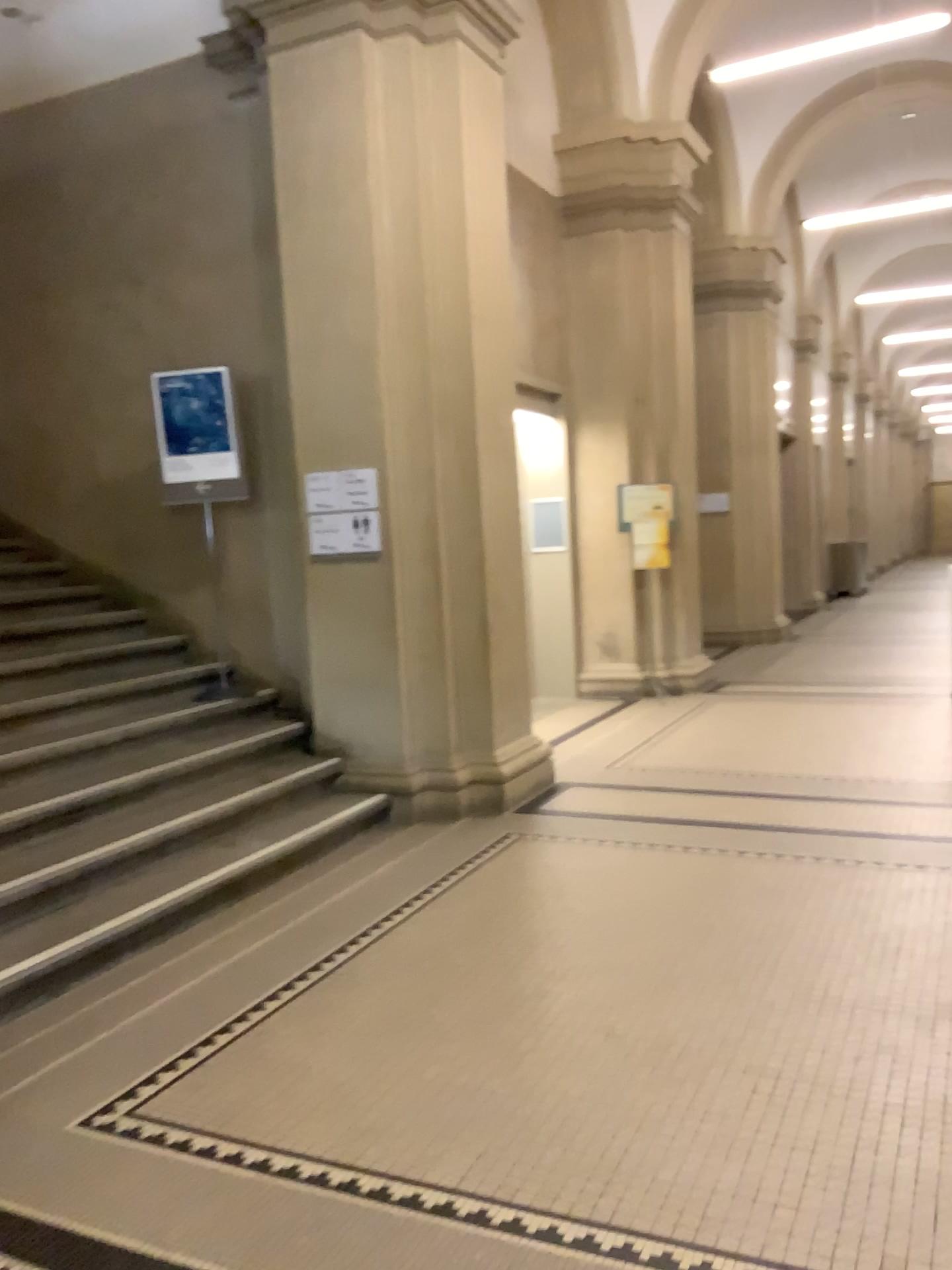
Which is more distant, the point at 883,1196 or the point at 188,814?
the point at 188,814
